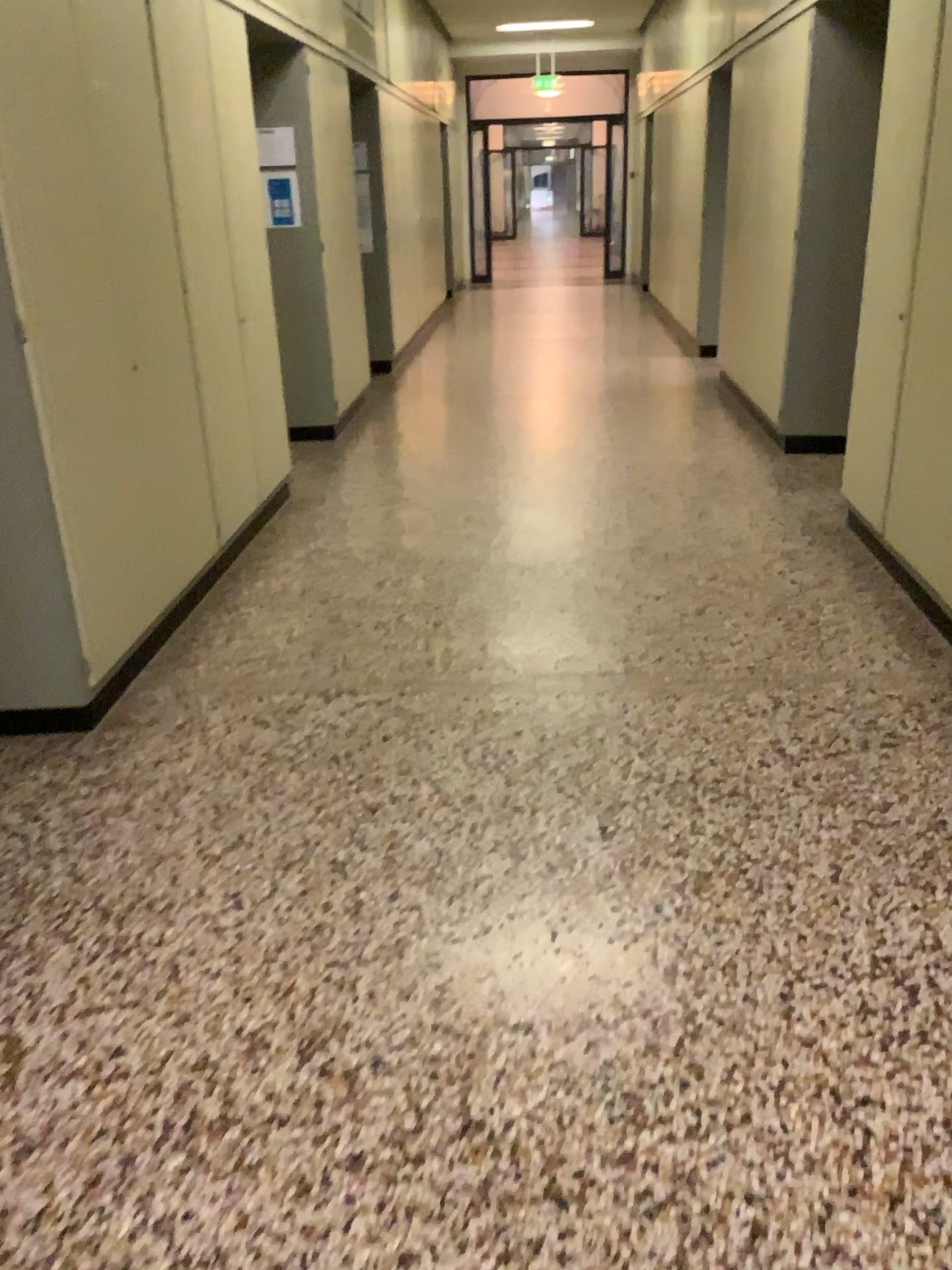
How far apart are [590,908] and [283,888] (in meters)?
0.69
